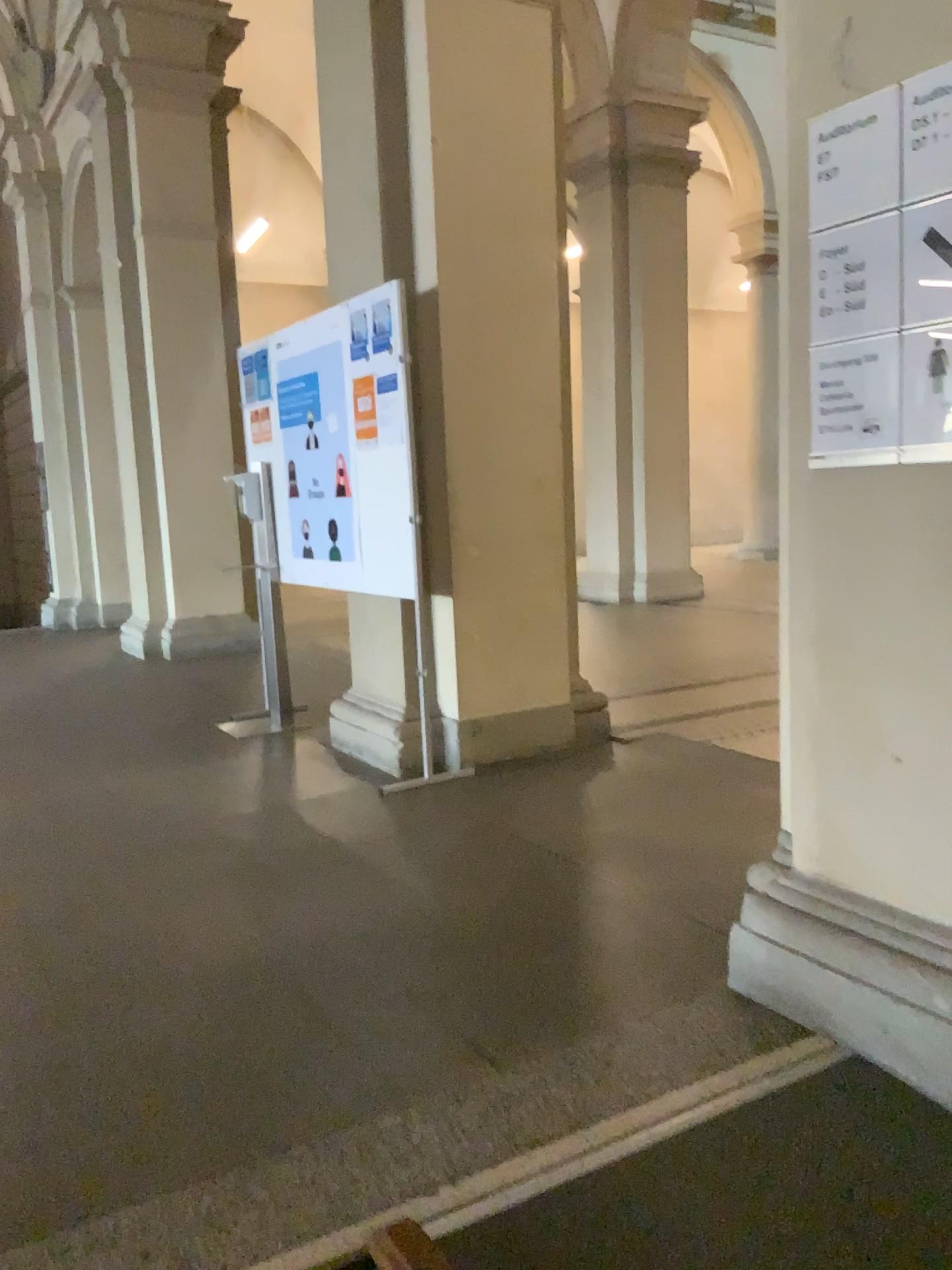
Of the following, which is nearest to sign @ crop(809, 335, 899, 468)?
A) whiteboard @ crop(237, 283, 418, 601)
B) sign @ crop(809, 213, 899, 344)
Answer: sign @ crop(809, 213, 899, 344)

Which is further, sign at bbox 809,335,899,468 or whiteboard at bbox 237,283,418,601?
whiteboard at bbox 237,283,418,601

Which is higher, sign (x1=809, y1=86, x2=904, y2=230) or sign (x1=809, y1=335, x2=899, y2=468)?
sign (x1=809, y1=86, x2=904, y2=230)

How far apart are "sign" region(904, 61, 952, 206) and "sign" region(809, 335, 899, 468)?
0.3m

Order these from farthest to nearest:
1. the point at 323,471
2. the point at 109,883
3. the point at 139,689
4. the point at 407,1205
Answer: the point at 139,689, the point at 323,471, the point at 109,883, the point at 407,1205

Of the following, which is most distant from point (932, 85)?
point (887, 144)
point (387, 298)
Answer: point (387, 298)

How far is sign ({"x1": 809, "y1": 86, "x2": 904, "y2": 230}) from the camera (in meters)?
1.93

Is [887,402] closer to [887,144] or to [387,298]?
[887,144]

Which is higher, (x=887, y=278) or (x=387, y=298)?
(x=387, y=298)

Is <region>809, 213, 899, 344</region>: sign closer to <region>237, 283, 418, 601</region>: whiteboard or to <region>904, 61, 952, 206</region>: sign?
<region>904, 61, 952, 206</region>: sign
